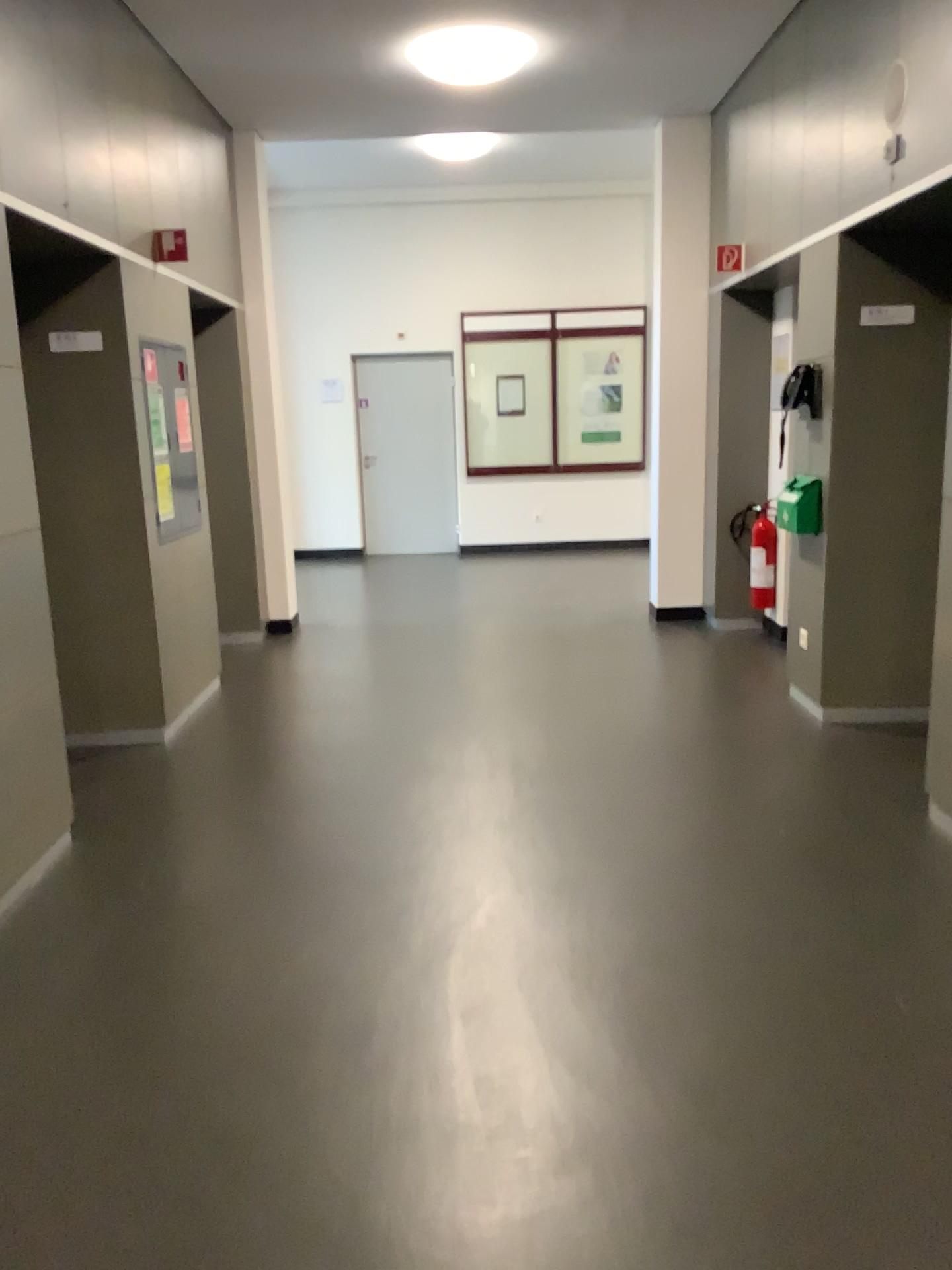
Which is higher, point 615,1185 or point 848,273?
point 848,273
